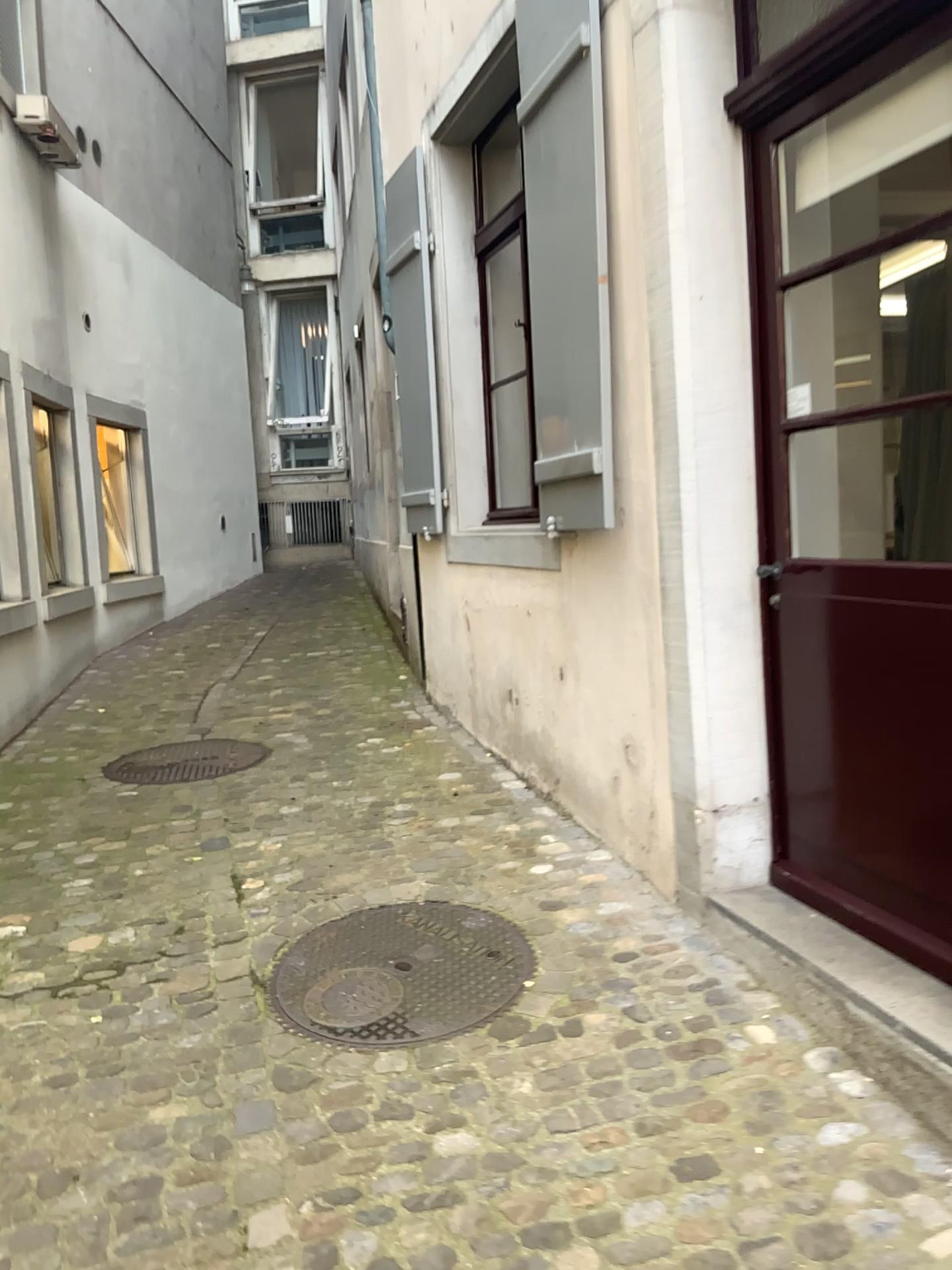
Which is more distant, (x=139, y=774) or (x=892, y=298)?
(x=139, y=774)

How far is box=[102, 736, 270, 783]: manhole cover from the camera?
4.5m

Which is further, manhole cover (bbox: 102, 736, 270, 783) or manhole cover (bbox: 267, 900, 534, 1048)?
manhole cover (bbox: 102, 736, 270, 783)

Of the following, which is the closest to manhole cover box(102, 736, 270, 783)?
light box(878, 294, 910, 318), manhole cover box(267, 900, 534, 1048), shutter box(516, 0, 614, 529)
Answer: manhole cover box(267, 900, 534, 1048)

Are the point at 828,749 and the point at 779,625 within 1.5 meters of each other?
yes

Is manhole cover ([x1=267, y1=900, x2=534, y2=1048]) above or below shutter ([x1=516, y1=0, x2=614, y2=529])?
below

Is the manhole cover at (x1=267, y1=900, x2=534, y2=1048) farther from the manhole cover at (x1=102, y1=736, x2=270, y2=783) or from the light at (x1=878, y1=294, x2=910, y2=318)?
the light at (x1=878, y1=294, x2=910, y2=318)

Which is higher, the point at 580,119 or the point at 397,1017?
the point at 580,119

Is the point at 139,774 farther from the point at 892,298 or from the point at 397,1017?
the point at 892,298

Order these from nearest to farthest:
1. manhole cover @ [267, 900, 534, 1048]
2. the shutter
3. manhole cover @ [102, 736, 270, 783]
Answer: manhole cover @ [267, 900, 534, 1048]
the shutter
manhole cover @ [102, 736, 270, 783]
